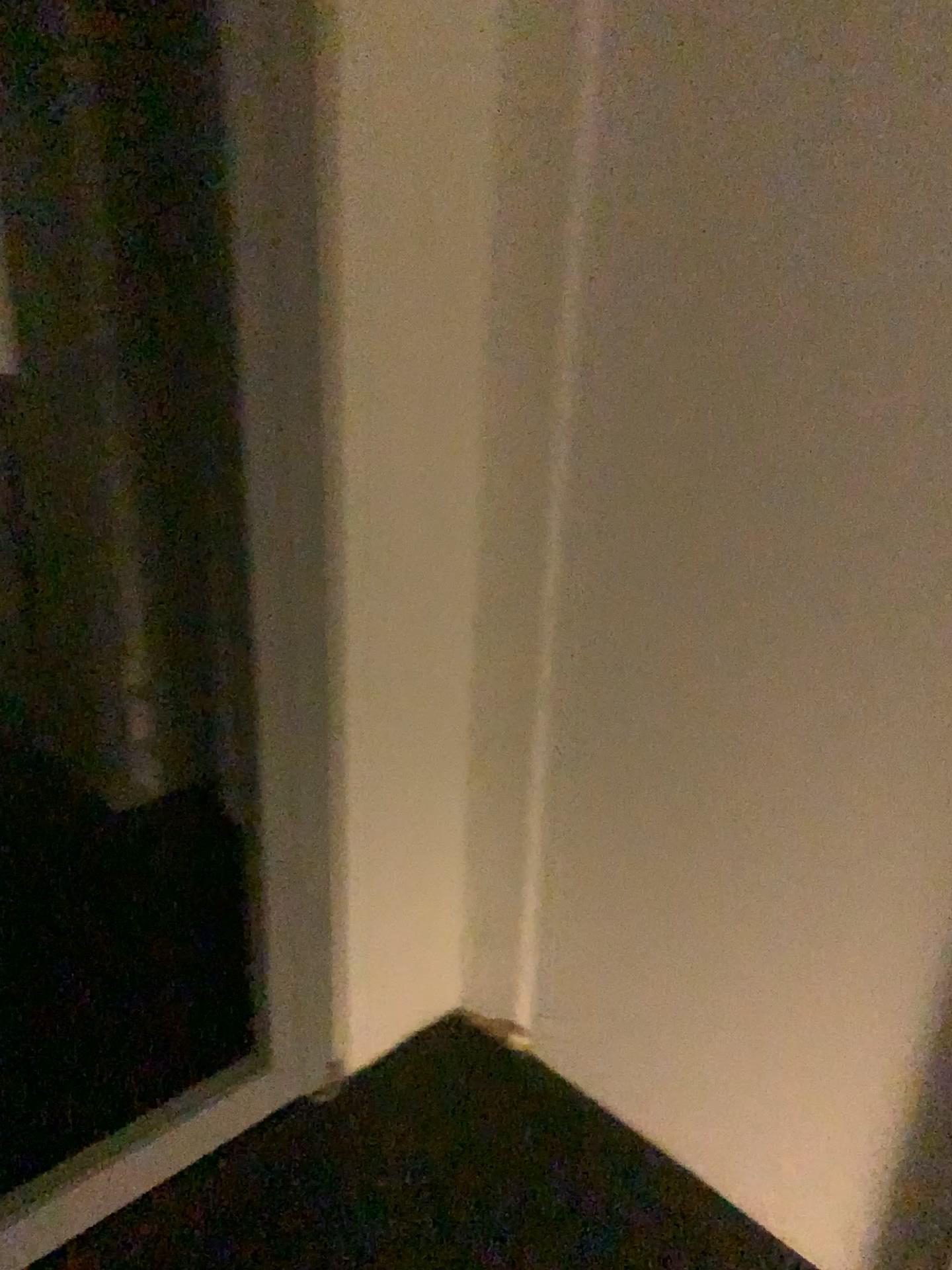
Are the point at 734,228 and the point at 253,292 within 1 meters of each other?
yes
